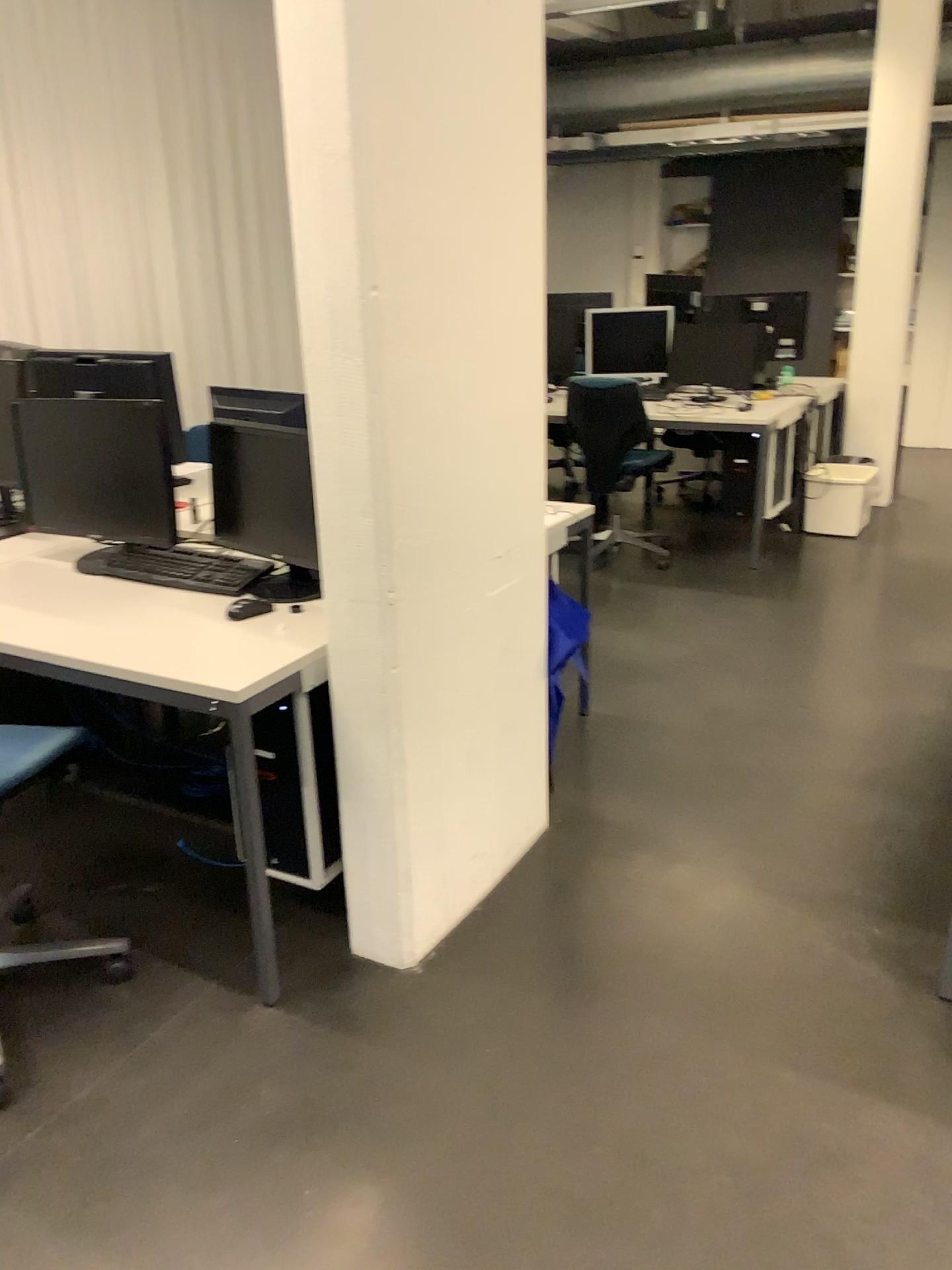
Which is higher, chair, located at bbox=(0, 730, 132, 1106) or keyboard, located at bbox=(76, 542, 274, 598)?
keyboard, located at bbox=(76, 542, 274, 598)

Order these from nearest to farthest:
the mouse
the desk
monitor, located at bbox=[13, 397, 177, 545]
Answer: the desk → the mouse → monitor, located at bbox=[13, 397, 177, 545]

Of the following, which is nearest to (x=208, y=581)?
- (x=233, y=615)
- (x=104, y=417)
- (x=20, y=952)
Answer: (x=233, y=615)

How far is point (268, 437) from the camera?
2.56m

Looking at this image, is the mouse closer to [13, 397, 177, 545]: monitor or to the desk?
the desk

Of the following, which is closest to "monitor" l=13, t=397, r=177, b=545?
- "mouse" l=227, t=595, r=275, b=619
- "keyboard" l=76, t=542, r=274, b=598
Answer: "keyboard" l=76, t=542, r=274, b=598

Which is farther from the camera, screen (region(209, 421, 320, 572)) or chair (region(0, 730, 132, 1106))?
screen (region(209, 421, 320, 572))

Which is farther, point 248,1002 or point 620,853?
point 620,853

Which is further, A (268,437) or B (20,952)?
A (268,437)

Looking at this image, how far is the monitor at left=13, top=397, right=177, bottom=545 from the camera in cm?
272
